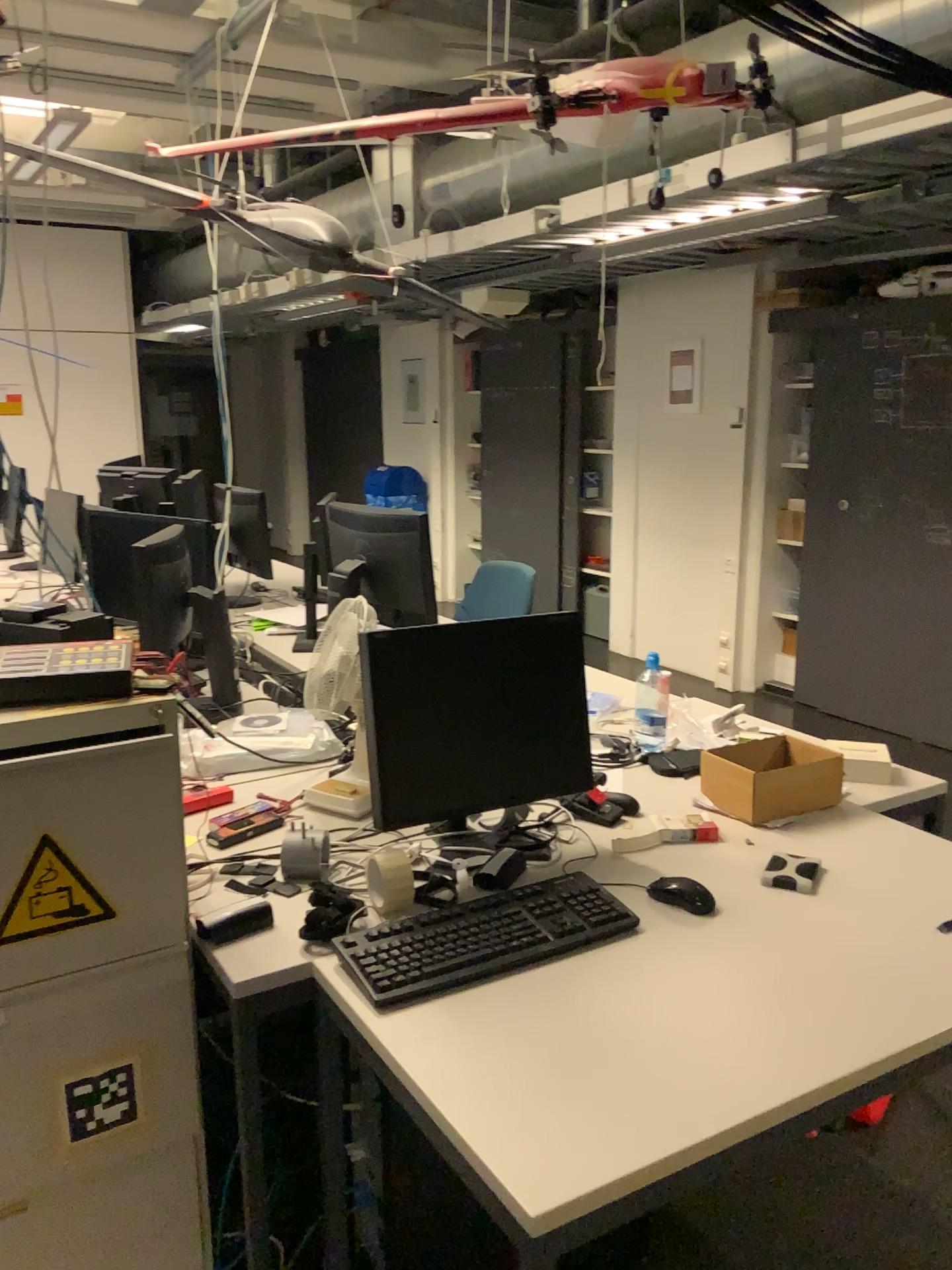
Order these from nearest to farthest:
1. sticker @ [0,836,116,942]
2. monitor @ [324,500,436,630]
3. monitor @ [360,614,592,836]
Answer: sticker @ [0,836,116,942]
monitor @ [360,614,592,836]
monitor @ [324,500,436,630]

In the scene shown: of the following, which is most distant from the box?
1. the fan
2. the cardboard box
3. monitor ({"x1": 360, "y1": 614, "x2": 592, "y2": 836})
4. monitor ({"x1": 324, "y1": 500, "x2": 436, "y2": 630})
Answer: monitor ({"x1": 324, "y1": 500, "x2": 436, "y2": 630})

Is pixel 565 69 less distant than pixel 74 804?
No

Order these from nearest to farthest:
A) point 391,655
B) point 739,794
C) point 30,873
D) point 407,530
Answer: point 30,873 < point 391,655 < point 739,794 < point 407,530

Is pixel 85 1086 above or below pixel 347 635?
below

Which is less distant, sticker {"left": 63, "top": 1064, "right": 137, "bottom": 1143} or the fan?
sticker {"left": 63, "top": 1064, "right": 137, "bottom": 1143}

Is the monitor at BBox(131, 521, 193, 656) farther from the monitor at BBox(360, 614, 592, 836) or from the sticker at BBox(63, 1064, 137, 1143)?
the sticker at BBox(63, 1064, 137, 1143)

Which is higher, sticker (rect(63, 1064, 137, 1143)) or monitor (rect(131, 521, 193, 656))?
monitor (rect(131, 521, 193, 656))

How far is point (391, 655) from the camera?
1.8 meters

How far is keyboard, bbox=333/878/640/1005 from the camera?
1.5 meters
